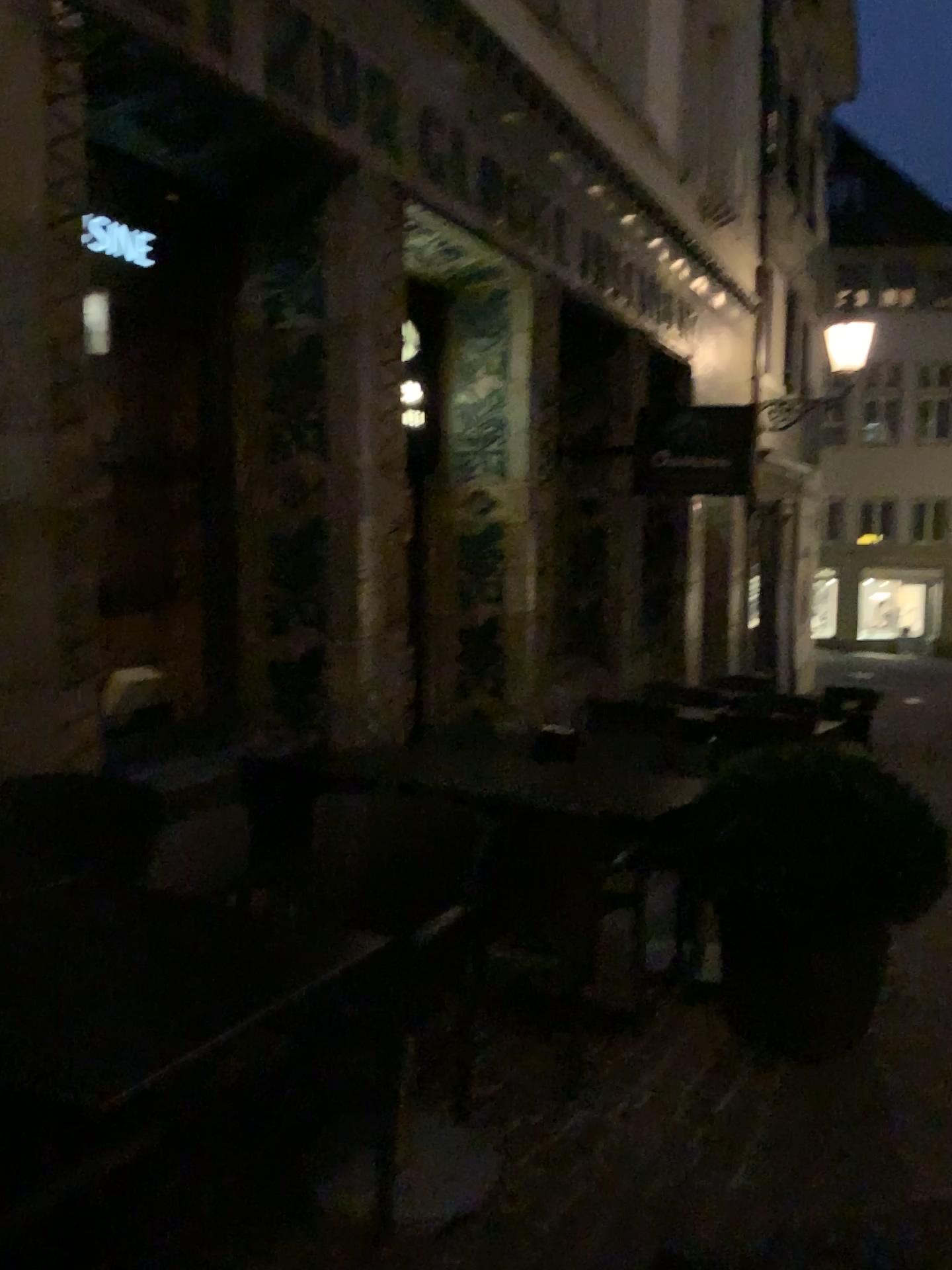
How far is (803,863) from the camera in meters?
2.9

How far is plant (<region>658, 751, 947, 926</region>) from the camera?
2.9m

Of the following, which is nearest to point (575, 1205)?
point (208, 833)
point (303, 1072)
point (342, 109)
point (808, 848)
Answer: point (303, 1072)

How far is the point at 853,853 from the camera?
2.9m

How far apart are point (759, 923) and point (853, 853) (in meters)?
0.33

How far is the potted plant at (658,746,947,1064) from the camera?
2.9m

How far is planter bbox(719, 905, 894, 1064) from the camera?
2.98m
